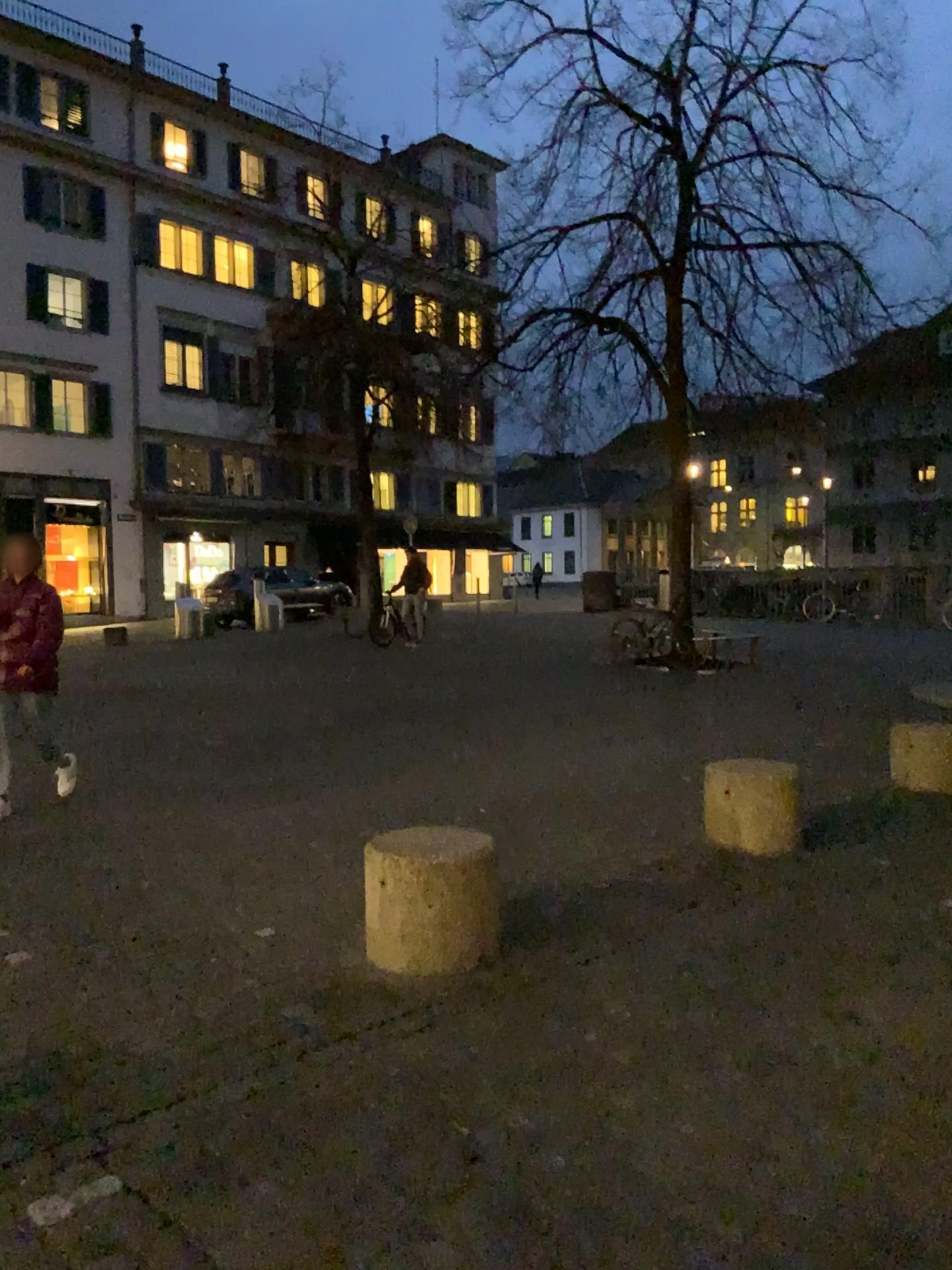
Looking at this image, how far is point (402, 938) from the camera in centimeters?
367cm

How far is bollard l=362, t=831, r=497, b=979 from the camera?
3.7 meters

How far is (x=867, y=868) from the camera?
4.9m
